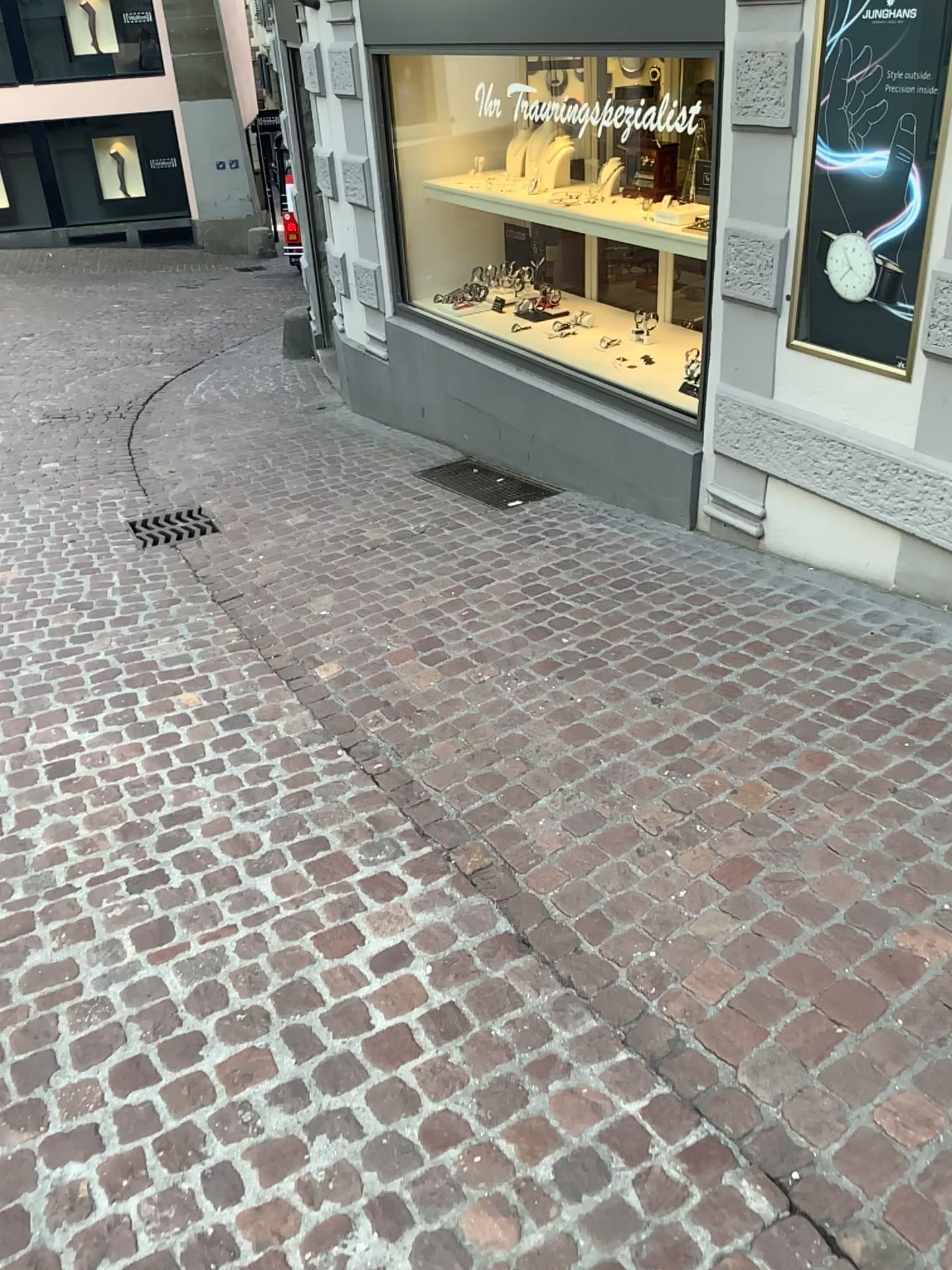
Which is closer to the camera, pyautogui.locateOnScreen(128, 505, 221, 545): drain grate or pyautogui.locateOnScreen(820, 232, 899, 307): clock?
pyautogui.locateOnScreen(820, 232, 899, 307): clock

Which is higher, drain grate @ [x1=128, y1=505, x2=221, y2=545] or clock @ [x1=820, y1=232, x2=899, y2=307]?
clock @ [x1=820, y1=232, x2=899, y2=307]

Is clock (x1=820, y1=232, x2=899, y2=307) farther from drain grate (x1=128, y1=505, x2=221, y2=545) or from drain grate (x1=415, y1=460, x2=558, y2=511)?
drain grate (x1=128, y1=505, x2=221, y2=545)

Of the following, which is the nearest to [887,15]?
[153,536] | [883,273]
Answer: [883,273]

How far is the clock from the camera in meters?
3.1

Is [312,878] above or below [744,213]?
below

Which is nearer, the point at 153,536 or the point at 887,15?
the point at 887,15

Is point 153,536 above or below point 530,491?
below

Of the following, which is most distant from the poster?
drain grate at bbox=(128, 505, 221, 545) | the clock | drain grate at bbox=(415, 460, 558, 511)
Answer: drain grate at bbox=(128, 505, 221, 545)
